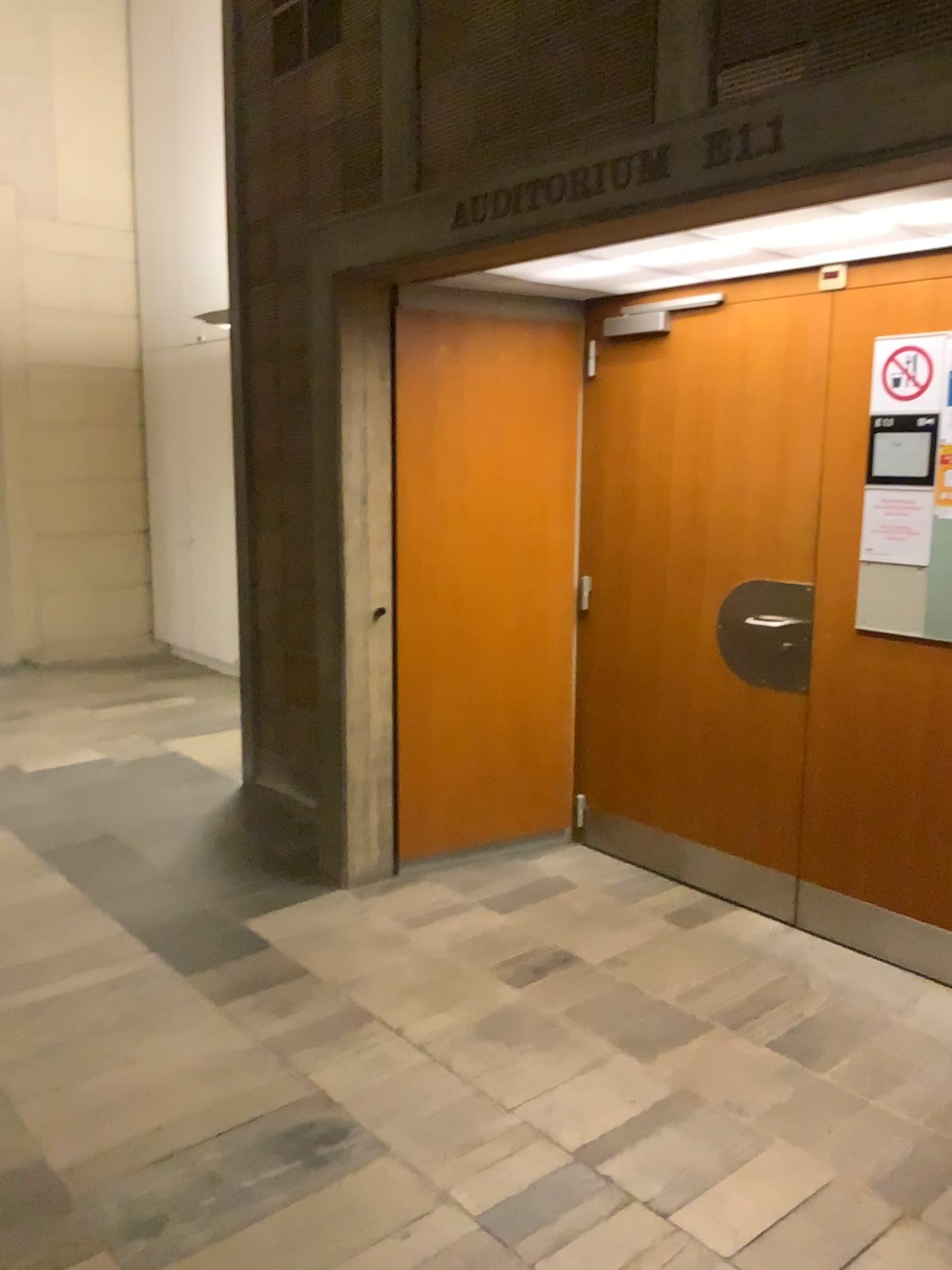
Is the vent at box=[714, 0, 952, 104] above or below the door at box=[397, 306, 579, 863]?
above

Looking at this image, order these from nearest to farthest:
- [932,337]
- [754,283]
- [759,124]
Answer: [759,124], [932,337], [754,283]

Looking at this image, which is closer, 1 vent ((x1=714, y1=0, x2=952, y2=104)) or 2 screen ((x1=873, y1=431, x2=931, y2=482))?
1 vent ((x1=714, y1=0, x2=952, y2=104))

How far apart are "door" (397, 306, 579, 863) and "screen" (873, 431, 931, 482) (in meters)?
1.27

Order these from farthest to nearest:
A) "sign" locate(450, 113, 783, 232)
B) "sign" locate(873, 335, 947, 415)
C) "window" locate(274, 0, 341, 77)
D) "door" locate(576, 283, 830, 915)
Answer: "window" locate(274, 0, 341, 77)
"door" locate(576, 283, 830, 915)
"sign" locate(873, 335, 947, 415)
"sign" locate(450, 113, 783, 232)

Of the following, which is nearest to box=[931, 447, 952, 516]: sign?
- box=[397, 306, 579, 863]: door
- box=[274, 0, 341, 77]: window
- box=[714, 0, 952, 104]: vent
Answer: box=[714, 0, 952, 104]: vent

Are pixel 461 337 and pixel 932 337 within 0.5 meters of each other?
→ no

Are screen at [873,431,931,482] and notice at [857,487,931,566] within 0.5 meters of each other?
yes

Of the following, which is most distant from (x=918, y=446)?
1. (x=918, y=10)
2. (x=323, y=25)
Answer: (x=323, y=25)

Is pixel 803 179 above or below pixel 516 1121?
above
